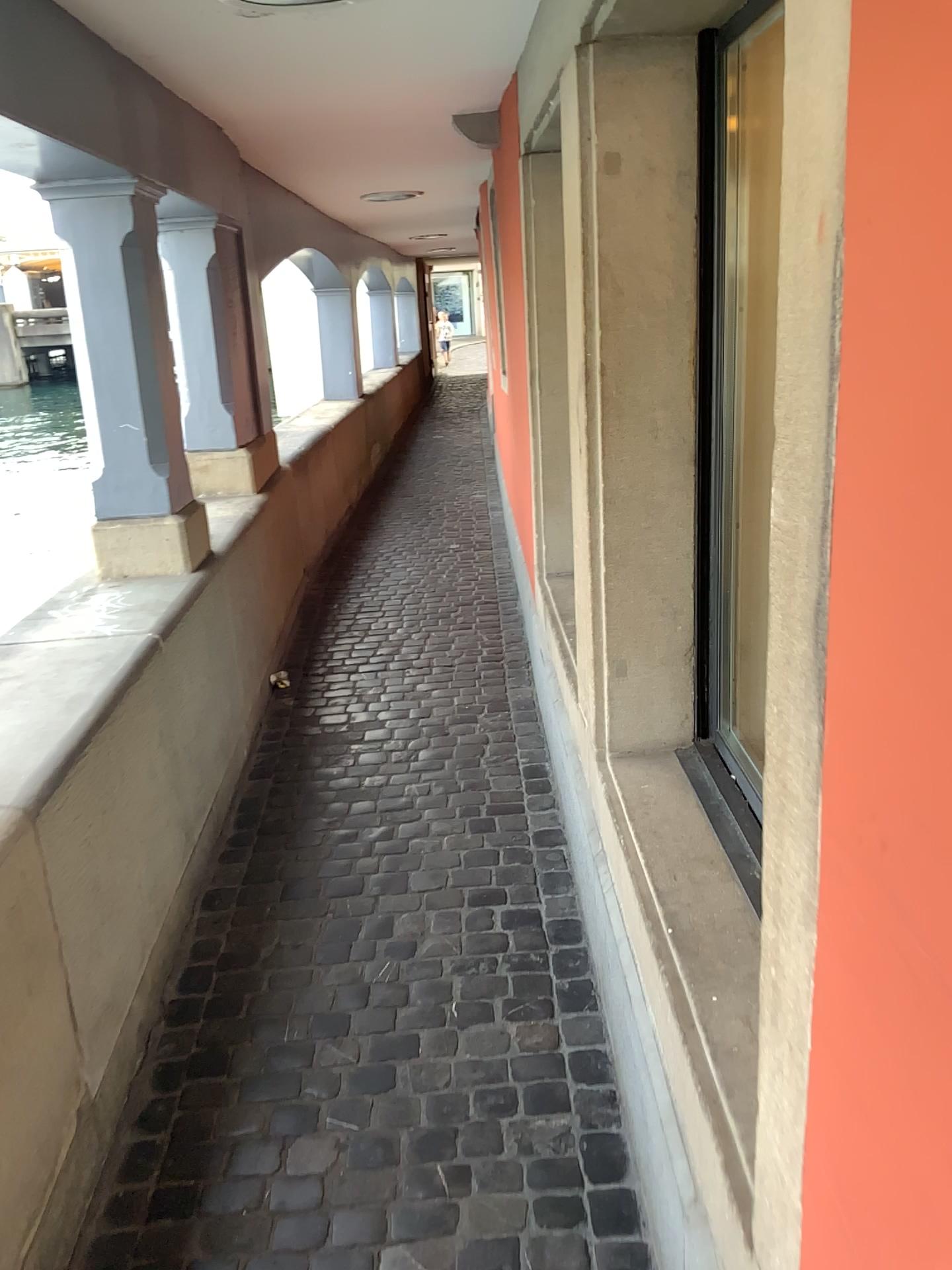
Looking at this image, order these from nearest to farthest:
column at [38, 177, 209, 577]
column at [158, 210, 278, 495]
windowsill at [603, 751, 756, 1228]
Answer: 1. windowsill at [603, 751, 756, 1228]
2. column at [38, 177, 209, 577]
3. column at [158, 210, 278, 495]

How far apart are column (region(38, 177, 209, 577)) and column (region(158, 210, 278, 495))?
1.1m

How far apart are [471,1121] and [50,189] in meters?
2.6

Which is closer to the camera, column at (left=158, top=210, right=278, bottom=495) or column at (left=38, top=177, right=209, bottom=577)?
column at (left=38, top=177, right=209, bottom=577)

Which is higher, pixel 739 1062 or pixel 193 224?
pixel 193 224

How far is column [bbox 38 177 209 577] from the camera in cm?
297

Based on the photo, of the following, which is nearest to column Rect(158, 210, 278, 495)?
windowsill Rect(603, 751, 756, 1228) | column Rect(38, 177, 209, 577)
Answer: column Rect(38, 177, 209, 577)

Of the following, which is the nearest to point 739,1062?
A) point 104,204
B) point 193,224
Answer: point 104,204

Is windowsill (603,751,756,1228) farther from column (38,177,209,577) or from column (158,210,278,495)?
column (158,210,278,495)

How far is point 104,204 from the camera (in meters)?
2.97
